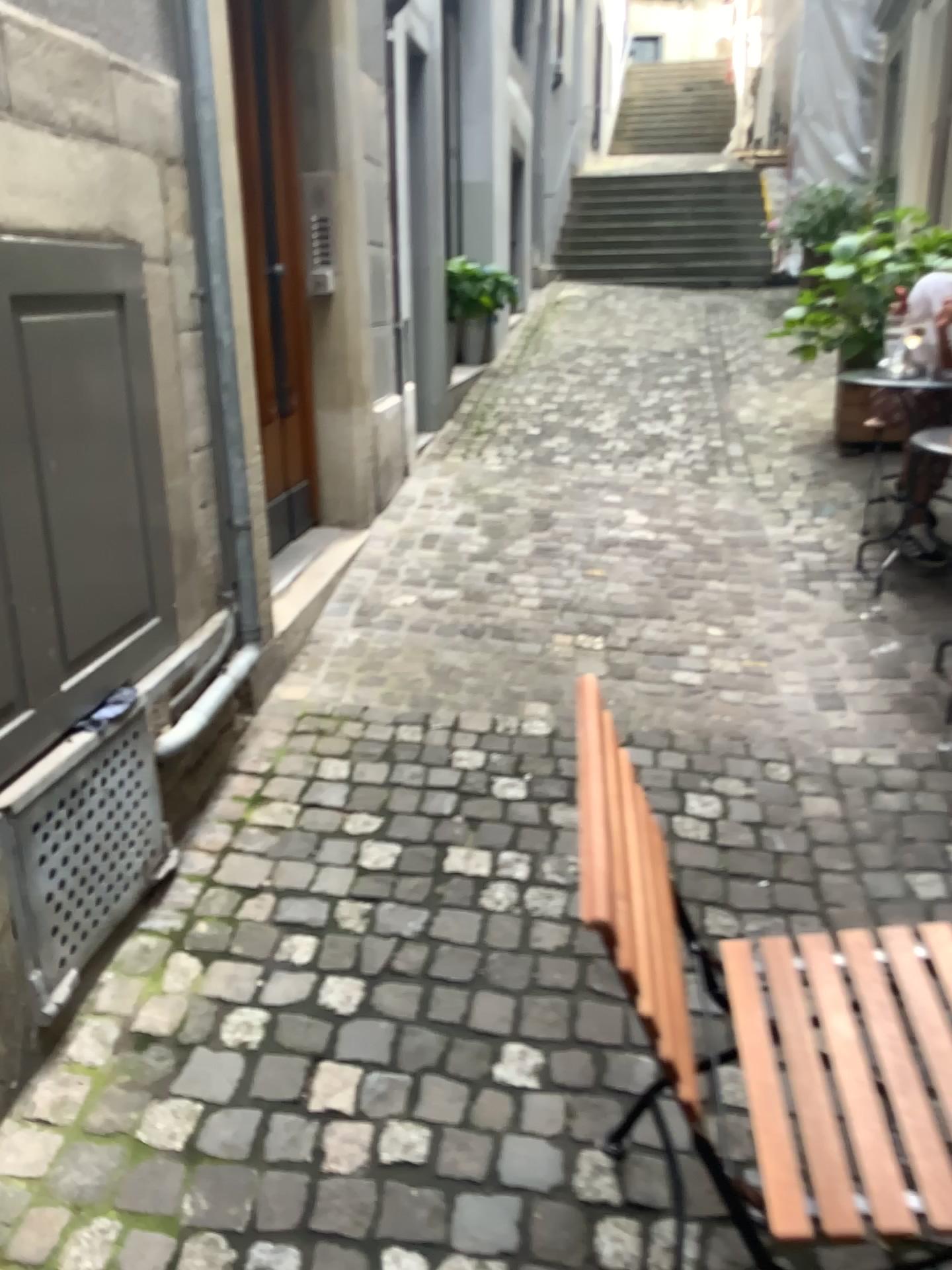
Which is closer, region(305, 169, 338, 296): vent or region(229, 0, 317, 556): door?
region(229, 0, 317, 556): door

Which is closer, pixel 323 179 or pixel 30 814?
pixel 30 814

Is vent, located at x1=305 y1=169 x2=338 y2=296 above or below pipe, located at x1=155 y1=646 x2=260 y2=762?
above

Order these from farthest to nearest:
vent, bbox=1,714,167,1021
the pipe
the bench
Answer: the pipe < vent, bbox=1,714,167,1021 < the bench

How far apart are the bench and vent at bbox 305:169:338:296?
2.9m

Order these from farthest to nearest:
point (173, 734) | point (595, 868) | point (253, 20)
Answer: point (253, 20) → point (173, 734) → point (595, 868)

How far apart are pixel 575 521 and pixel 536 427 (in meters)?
1.69

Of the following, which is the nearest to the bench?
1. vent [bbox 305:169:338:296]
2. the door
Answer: the door

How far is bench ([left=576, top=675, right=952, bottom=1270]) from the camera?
1.1 meters

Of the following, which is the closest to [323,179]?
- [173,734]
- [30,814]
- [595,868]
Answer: [173,734]
